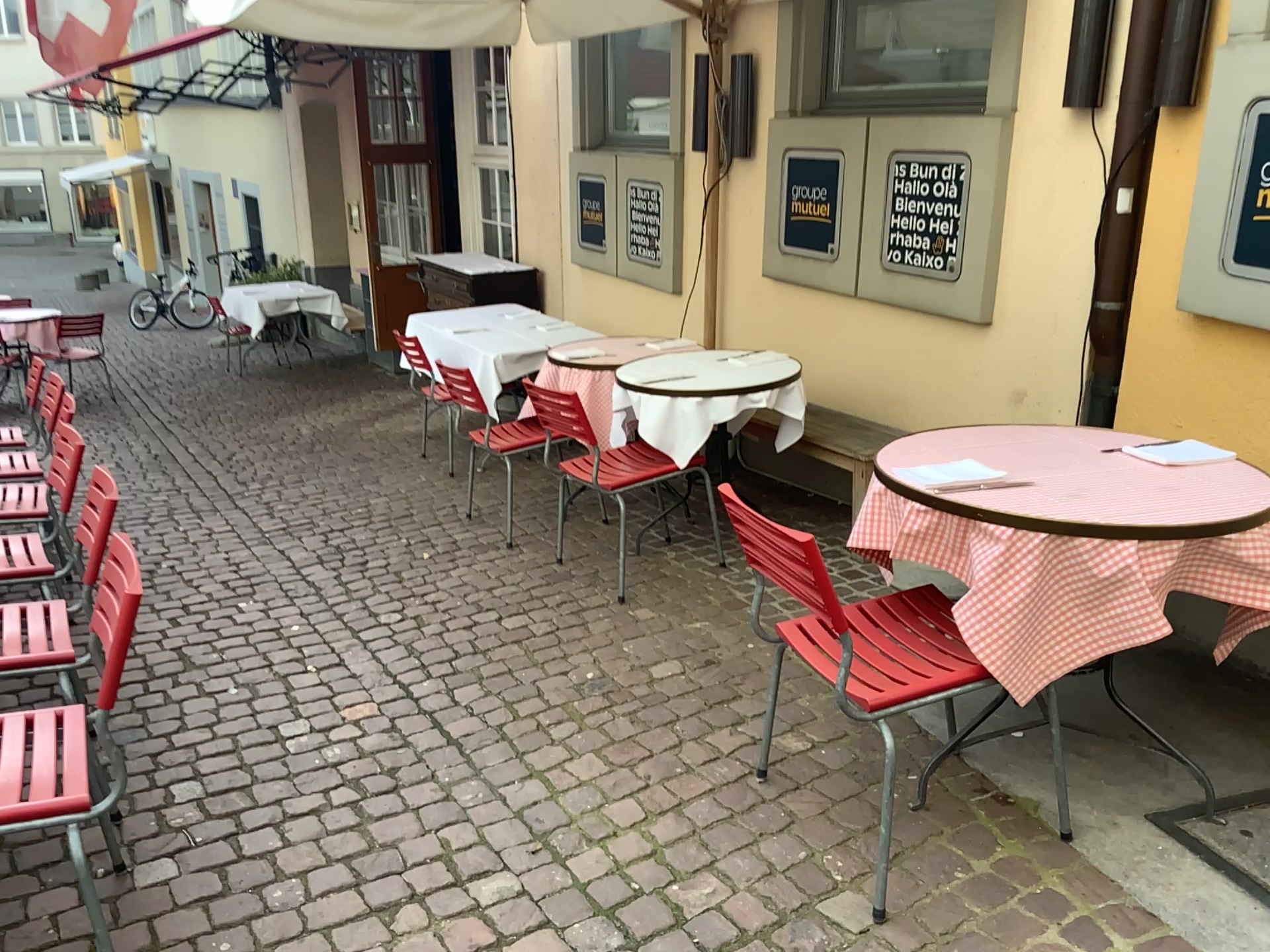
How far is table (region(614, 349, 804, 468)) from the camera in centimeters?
372cm

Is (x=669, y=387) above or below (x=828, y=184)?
below

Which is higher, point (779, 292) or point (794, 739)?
point (779, 292)

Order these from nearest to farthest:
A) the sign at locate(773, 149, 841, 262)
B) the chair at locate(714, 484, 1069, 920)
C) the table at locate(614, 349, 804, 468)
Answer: the chair at locate(714, 484, 1069, 920) < the table at locate(614, 349, 804, 468) < the sign at locate(773, 149, 841, 262)

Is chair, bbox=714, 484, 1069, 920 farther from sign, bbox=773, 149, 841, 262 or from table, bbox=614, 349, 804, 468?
sign, bbox=773, 149, 841, 262

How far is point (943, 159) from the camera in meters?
3.8 m

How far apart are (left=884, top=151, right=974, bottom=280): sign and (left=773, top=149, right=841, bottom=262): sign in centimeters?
35cm

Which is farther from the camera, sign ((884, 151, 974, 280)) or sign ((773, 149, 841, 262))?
sign ((773, 149, 841, 262))

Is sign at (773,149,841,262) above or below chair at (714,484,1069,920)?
above

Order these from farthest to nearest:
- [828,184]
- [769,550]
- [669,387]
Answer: [828,184], [669,387], [769,550]
